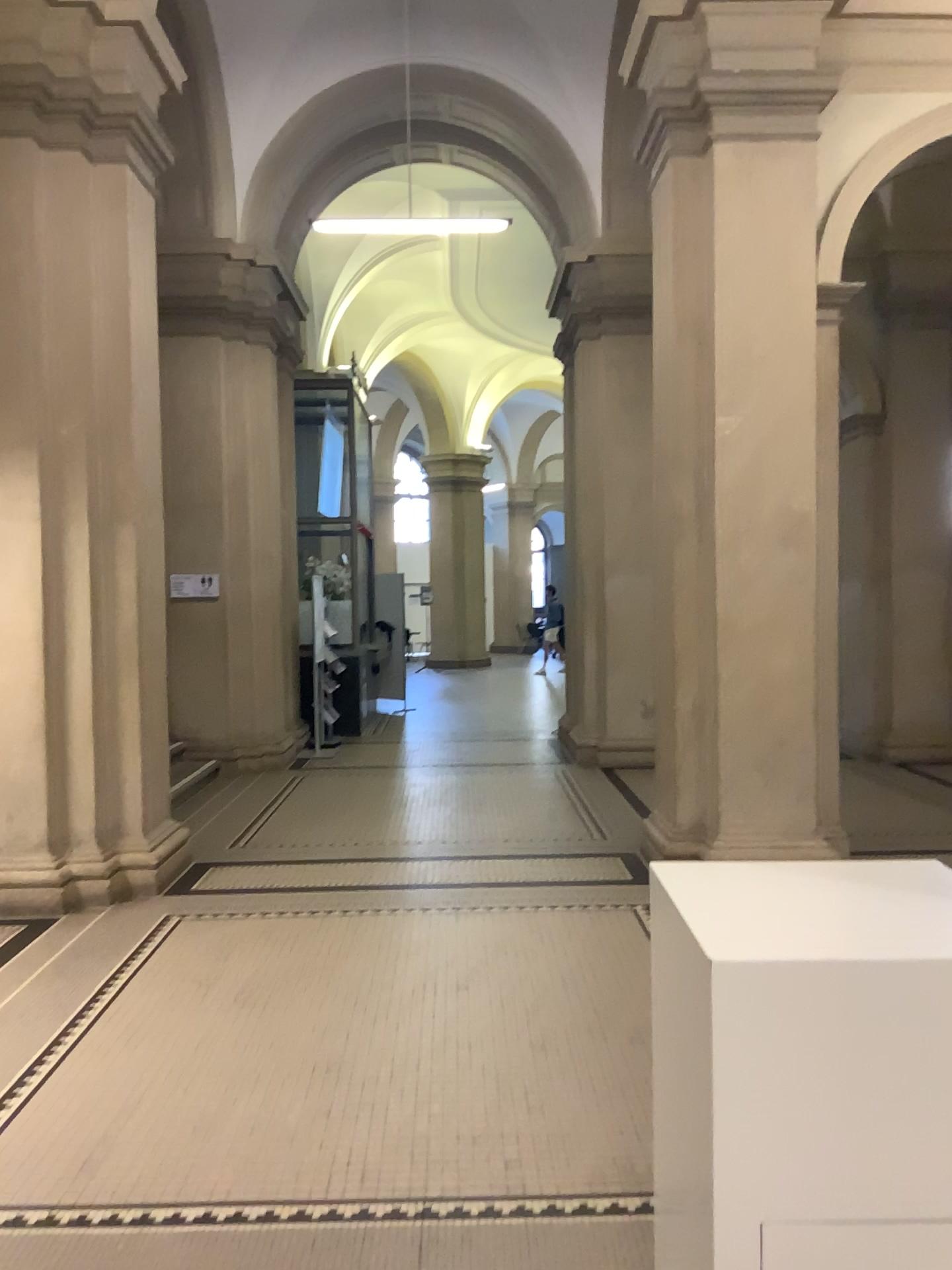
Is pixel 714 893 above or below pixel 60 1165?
above
